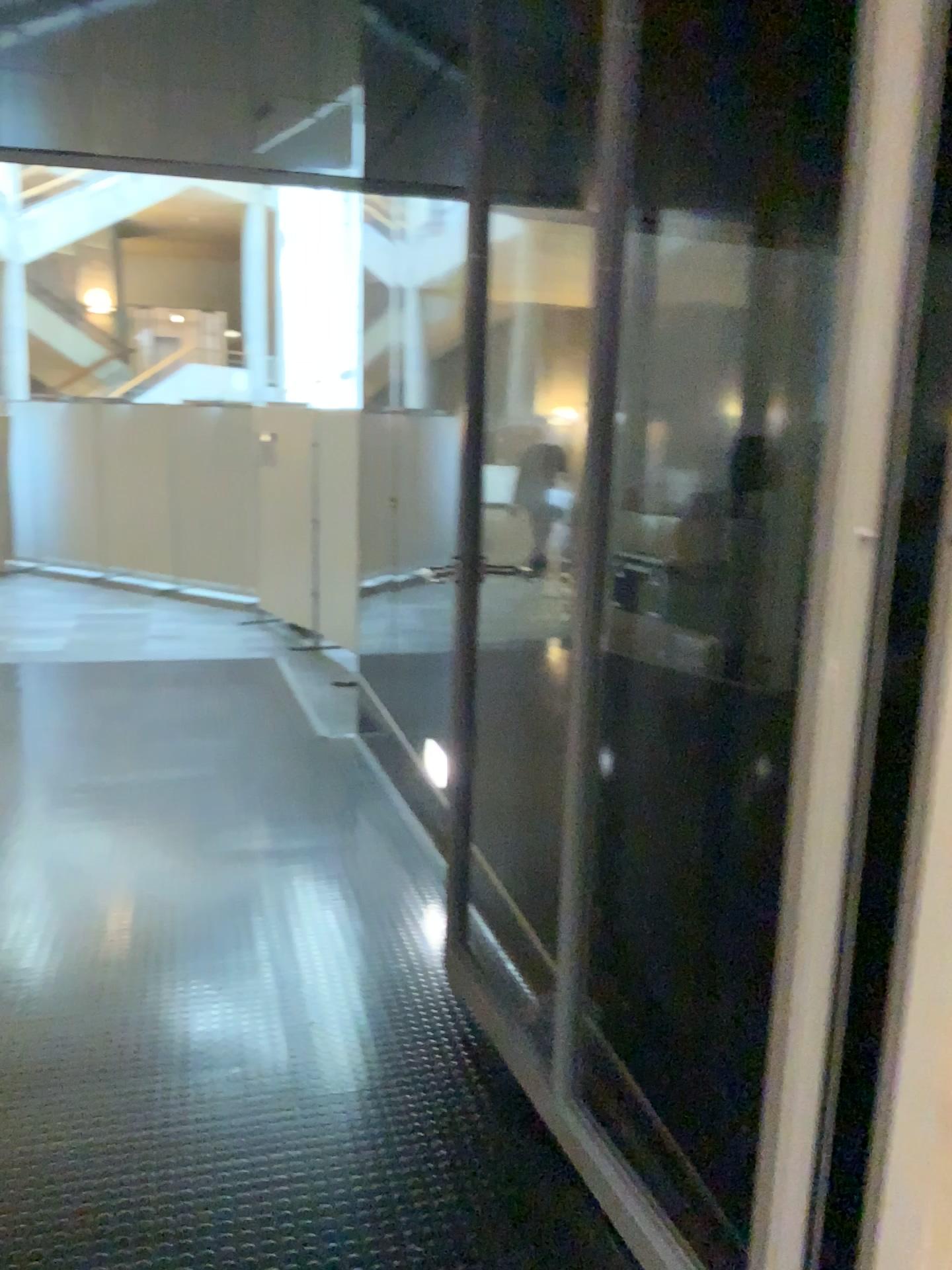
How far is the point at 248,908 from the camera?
3.3 meters
